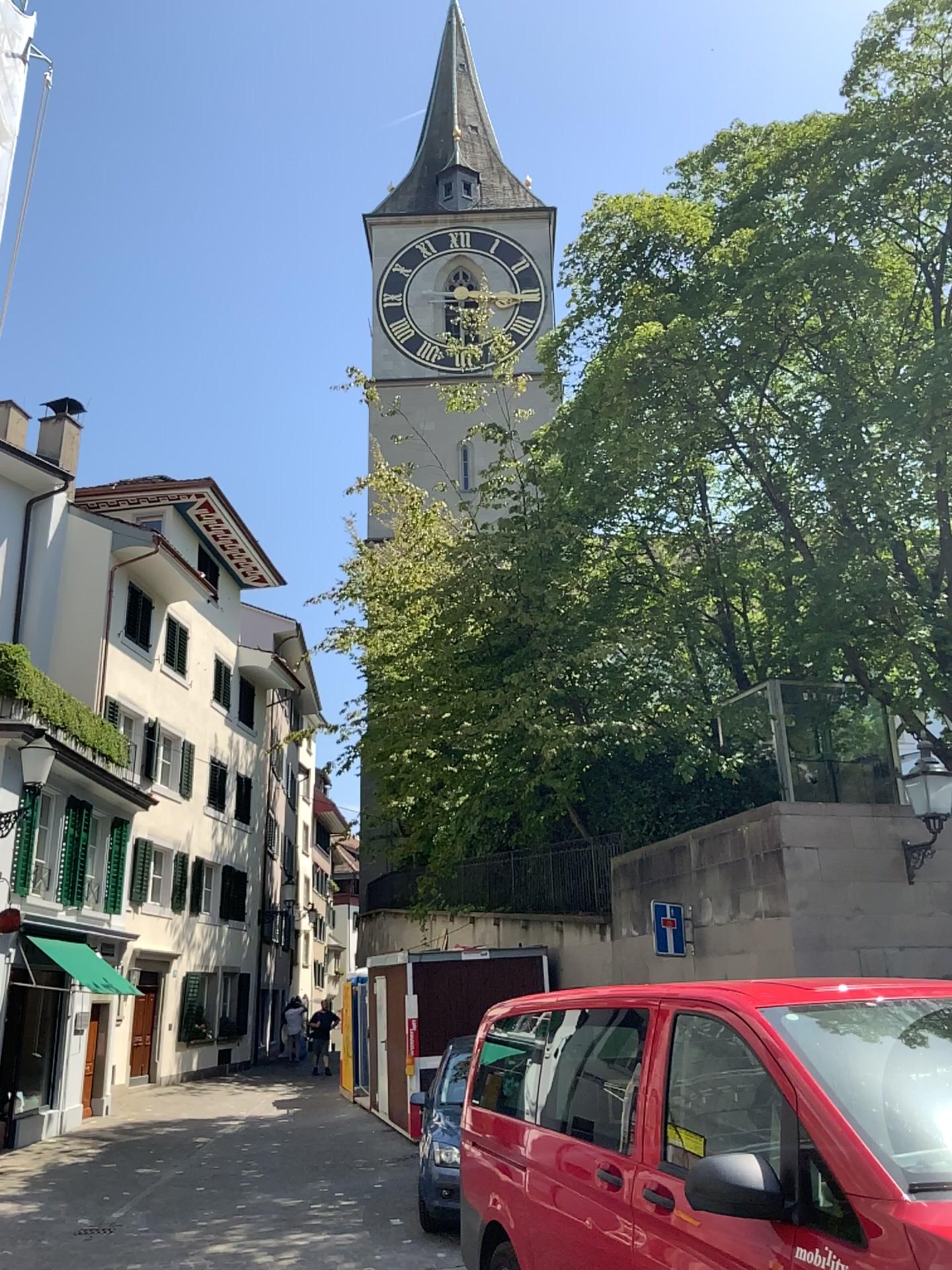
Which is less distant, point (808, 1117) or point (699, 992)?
point (808, 1117)
